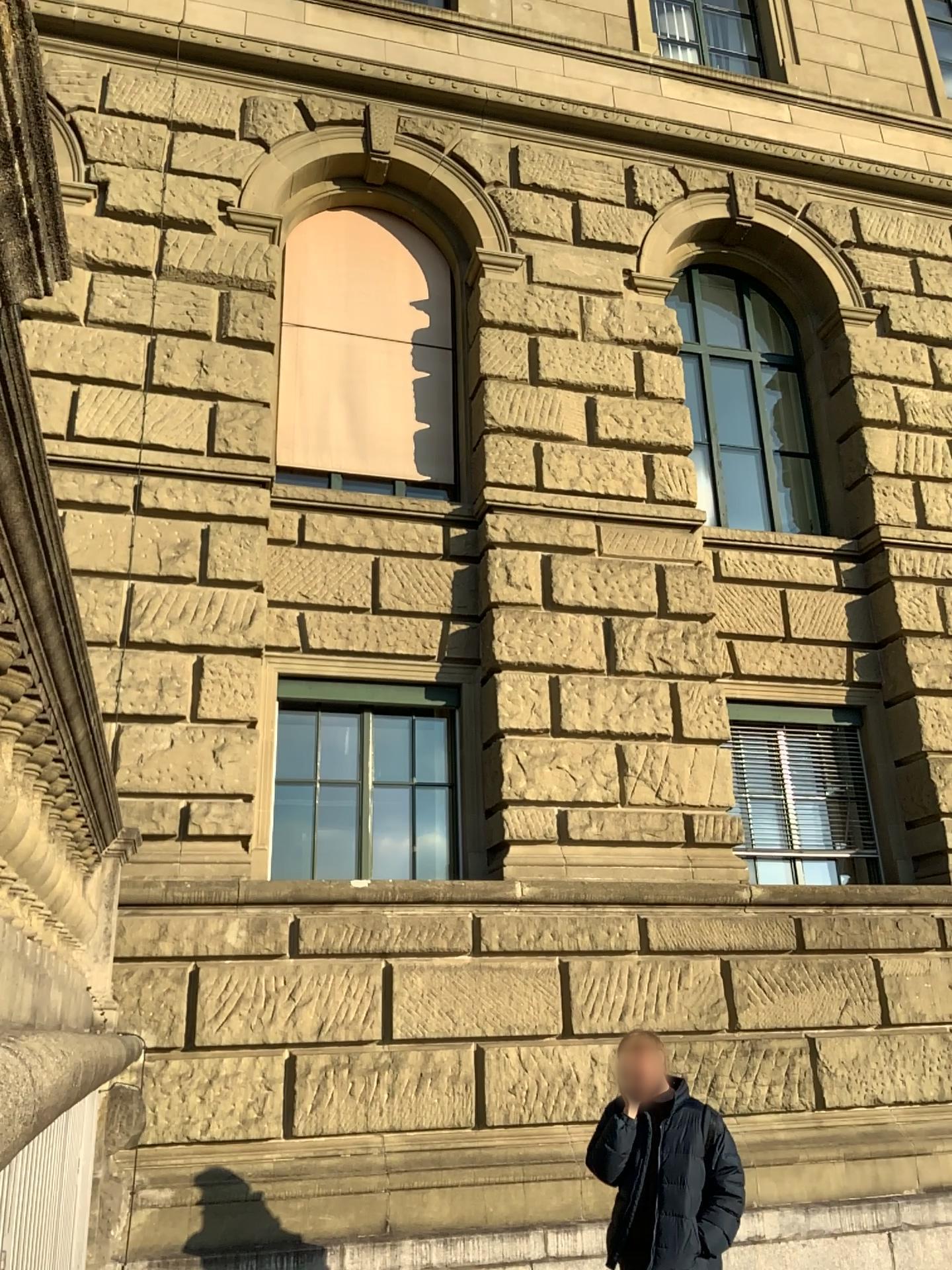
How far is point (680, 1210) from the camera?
4.2 meters

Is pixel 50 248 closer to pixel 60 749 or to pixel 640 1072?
pixel 60 749

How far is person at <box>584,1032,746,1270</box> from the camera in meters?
4.2 m
